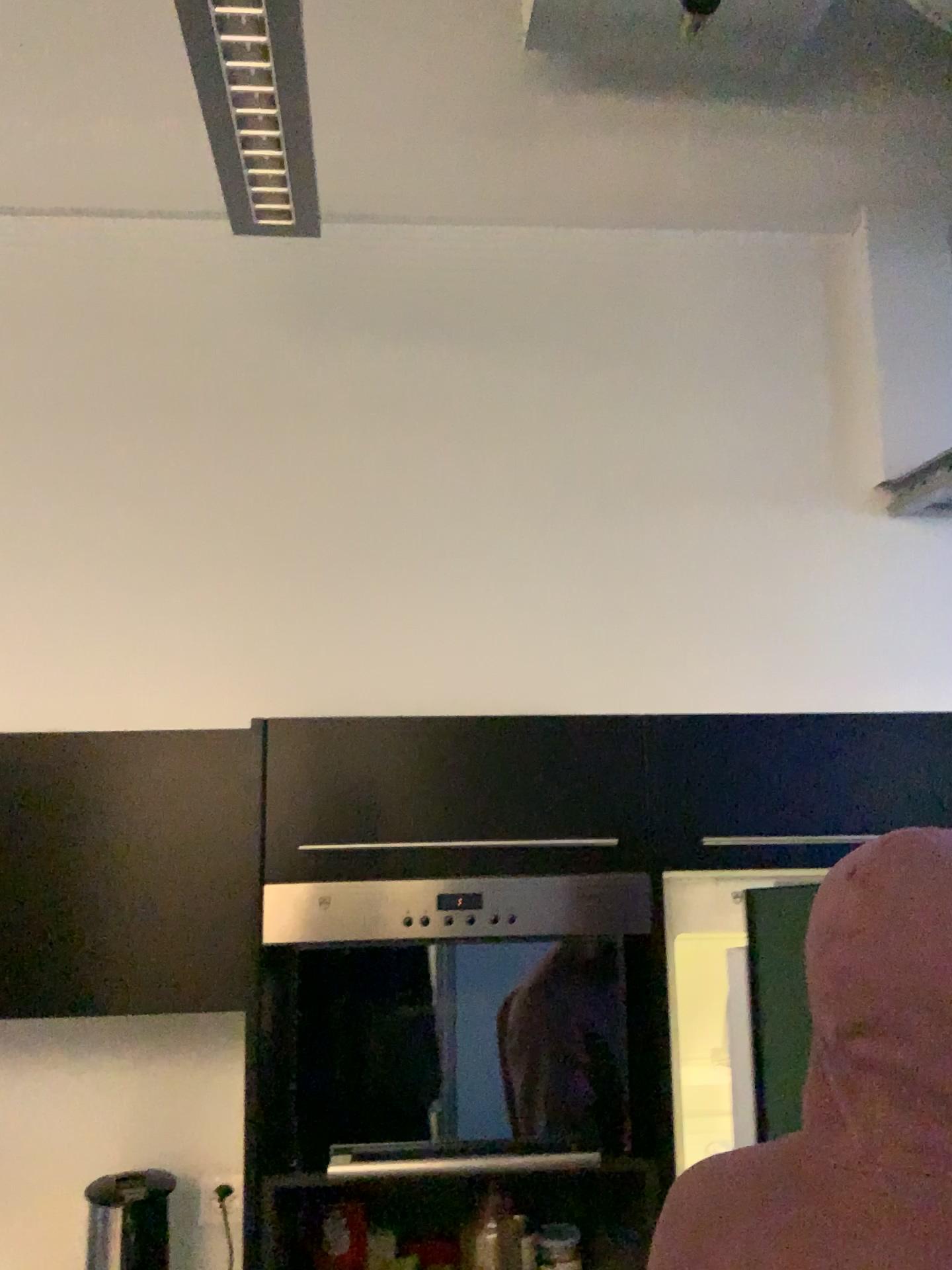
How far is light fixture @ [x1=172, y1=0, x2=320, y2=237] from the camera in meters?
1.5 m

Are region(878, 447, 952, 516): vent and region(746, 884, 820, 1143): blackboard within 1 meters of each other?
no

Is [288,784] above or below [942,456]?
below

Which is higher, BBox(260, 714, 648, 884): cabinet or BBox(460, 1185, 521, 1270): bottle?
BBox(260, 714, 648, 884): cabinet

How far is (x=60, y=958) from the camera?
1.7m

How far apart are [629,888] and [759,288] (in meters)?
1.45

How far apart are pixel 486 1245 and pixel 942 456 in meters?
1.8 m

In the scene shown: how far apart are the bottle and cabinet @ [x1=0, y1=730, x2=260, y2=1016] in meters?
0.5

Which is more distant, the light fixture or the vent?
the vent

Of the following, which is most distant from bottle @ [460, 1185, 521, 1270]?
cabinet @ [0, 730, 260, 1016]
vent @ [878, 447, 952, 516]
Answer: vent @ [878, 447, 952, 516]
